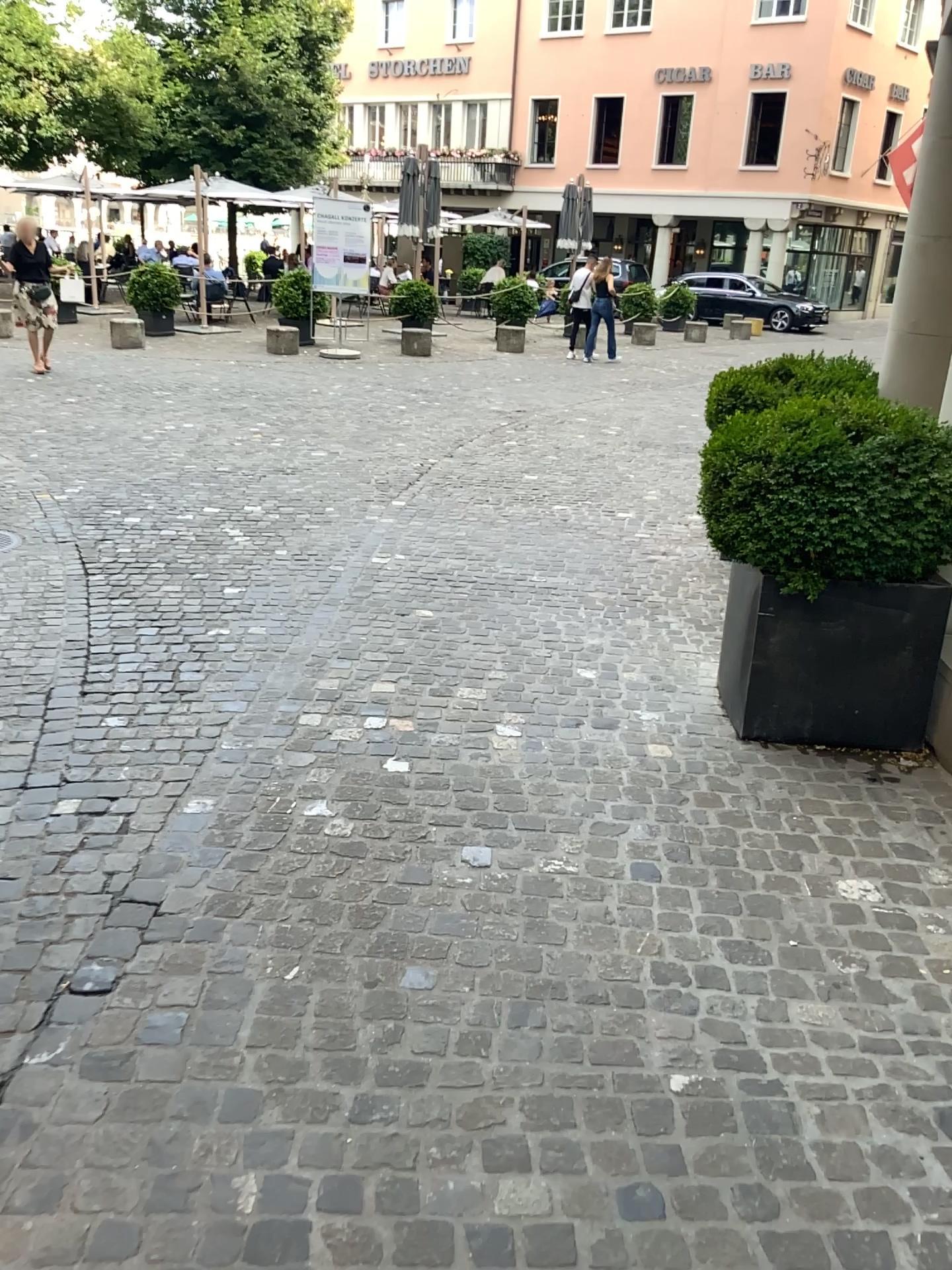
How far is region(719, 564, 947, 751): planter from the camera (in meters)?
3.48

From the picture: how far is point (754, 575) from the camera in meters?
3.5

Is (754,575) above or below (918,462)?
below

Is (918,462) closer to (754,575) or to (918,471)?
(918,471)

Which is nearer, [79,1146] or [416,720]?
[79,1146]

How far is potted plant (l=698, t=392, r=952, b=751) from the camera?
3.3m

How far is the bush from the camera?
3.27m
